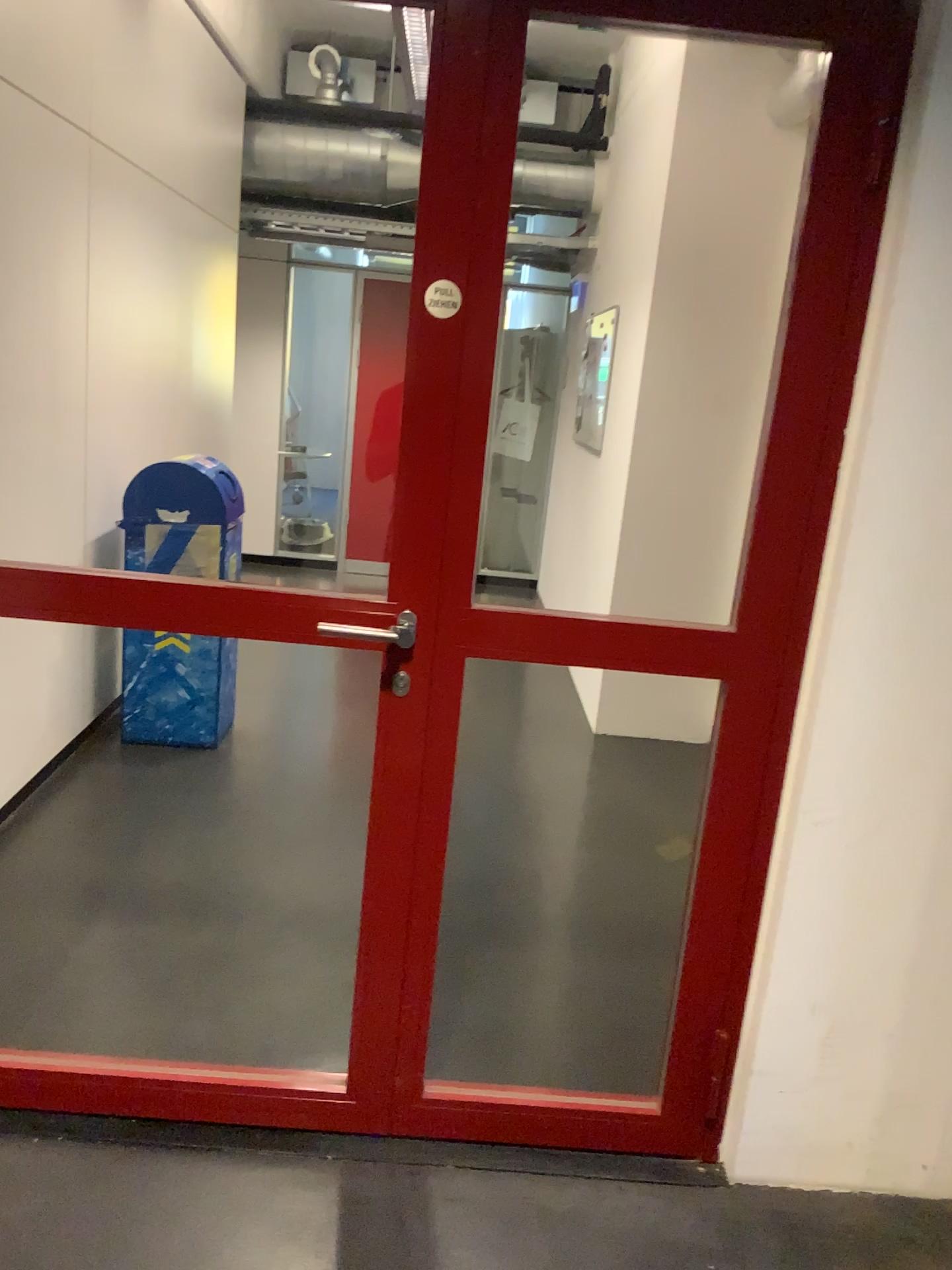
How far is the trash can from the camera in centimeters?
392cm

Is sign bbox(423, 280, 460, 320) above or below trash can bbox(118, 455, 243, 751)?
above

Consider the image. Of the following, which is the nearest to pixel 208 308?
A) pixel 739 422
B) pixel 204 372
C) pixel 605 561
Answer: pixel 204 372

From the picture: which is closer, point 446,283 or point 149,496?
point 446,283

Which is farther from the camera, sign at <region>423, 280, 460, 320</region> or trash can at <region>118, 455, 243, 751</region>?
trash can at <region>118, 455, 243, 751</region>

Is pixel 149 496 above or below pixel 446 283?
below

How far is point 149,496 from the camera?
3.92m
